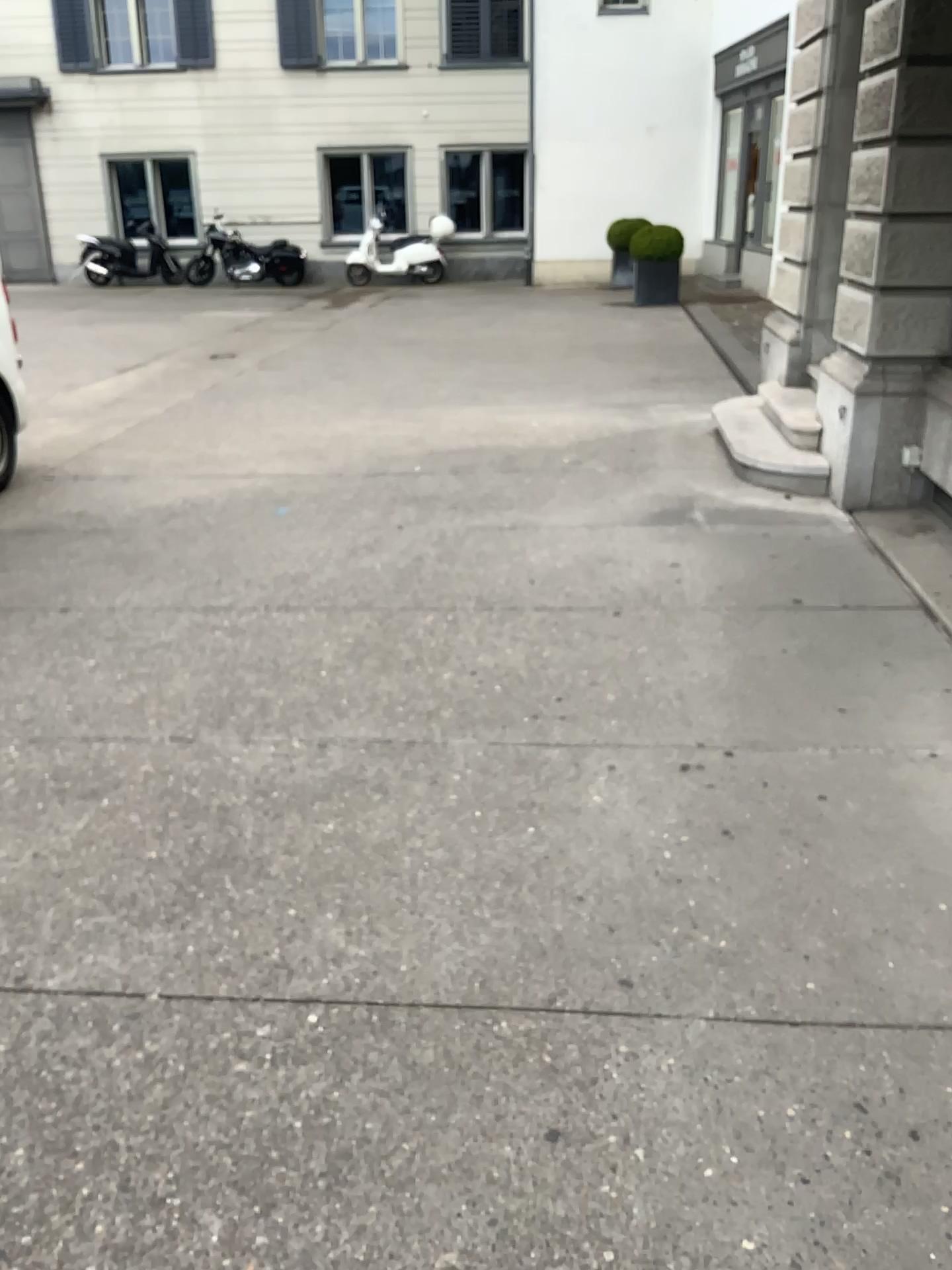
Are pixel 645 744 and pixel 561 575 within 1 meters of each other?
no
